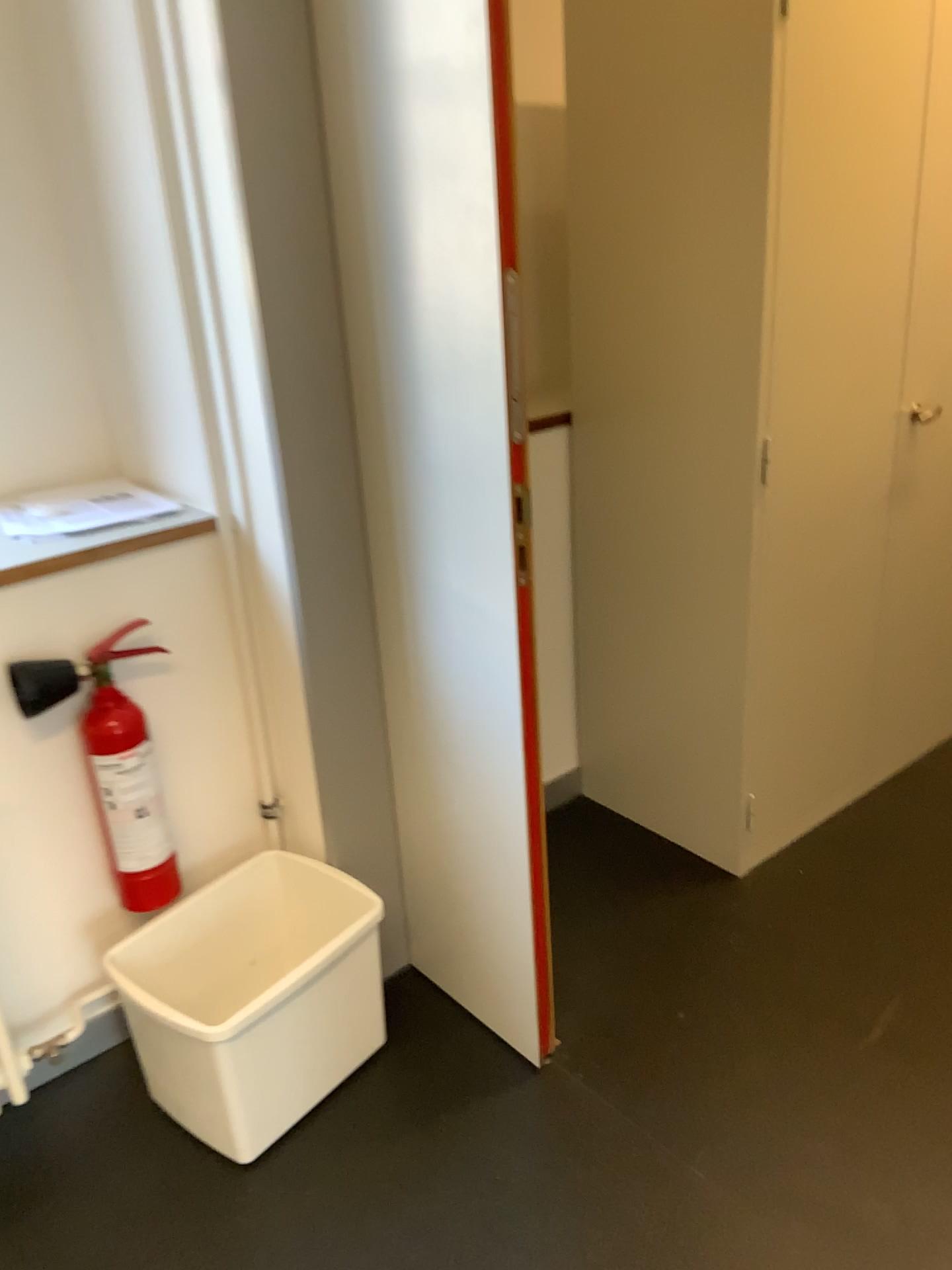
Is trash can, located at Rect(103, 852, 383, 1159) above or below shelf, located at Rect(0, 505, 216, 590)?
below

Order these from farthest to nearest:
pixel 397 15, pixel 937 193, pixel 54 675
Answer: pixel 937 193 < pixel 54 675 < pixel 397 15

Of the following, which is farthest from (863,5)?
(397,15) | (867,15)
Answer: (397,15)

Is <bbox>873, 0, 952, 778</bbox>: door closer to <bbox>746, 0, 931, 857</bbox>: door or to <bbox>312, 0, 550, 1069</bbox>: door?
<bbox>746, 0, 931, 857</bbox>: door

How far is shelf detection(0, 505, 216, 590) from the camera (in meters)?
1.72

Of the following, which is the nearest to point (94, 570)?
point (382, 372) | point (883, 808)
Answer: point (382, 372)

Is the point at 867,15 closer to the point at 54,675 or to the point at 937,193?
the point at 937,193

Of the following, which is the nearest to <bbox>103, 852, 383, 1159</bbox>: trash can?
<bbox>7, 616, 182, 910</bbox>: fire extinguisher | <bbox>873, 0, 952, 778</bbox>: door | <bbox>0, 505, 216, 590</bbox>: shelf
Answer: <bbox>7, 616, 182, 910</bbox>: fire extinguisher

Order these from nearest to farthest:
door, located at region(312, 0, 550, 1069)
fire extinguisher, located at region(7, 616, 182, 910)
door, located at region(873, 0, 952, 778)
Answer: door, located at region(312, 0, 550, 1069) < fire extinguisher, located at region(7, 616, 182, 910) < door, located at region(873, 0, 952, 778)

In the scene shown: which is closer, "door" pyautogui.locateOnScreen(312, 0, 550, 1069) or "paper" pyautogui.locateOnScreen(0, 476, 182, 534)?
"door" pyautogui.locateOnScreen(312, 0, 550, 1069)
